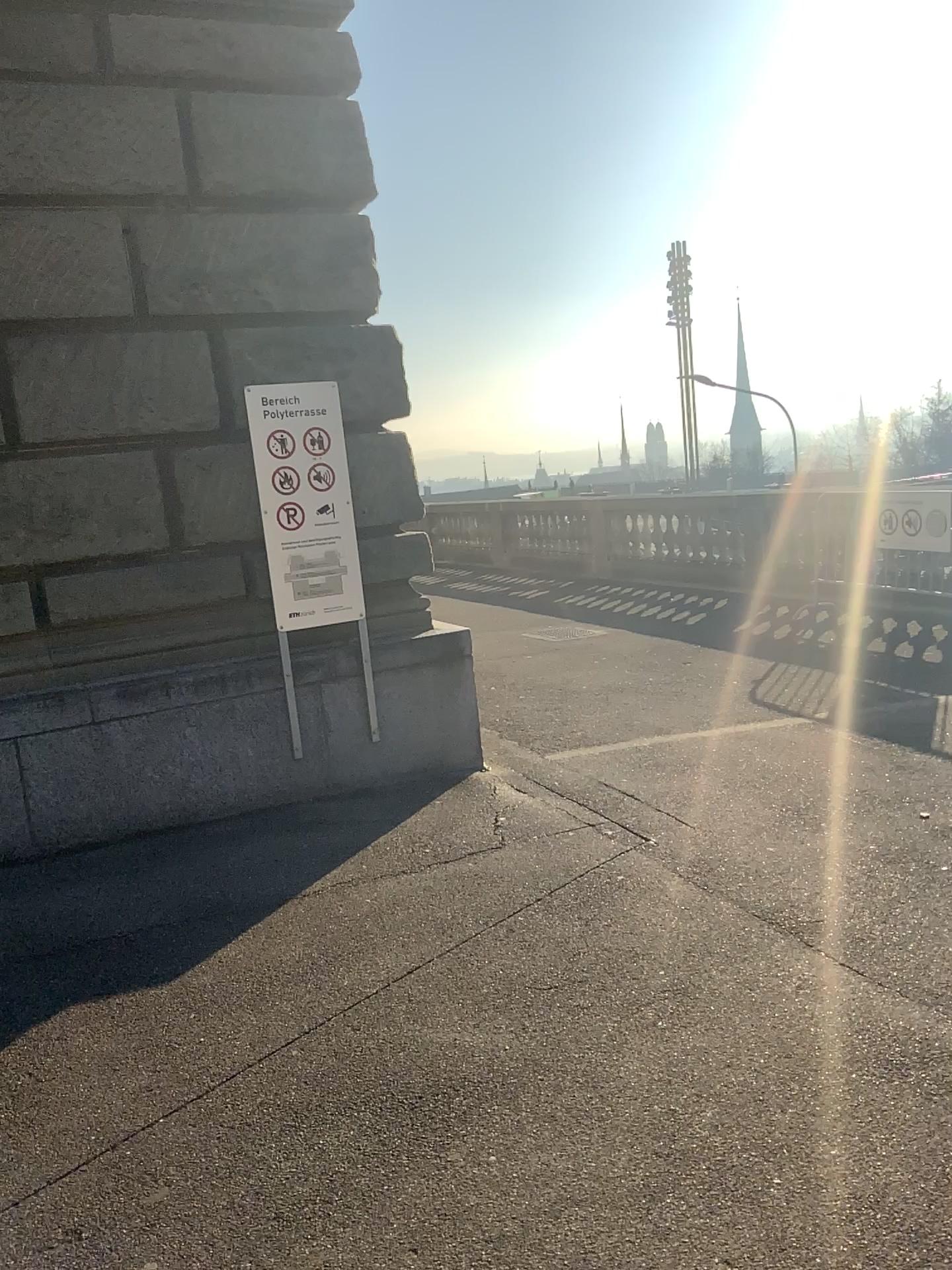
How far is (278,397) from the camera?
4.75m

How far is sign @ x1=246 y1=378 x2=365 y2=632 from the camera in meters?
4.8

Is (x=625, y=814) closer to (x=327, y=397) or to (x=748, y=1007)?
(x=748, y=1007)
